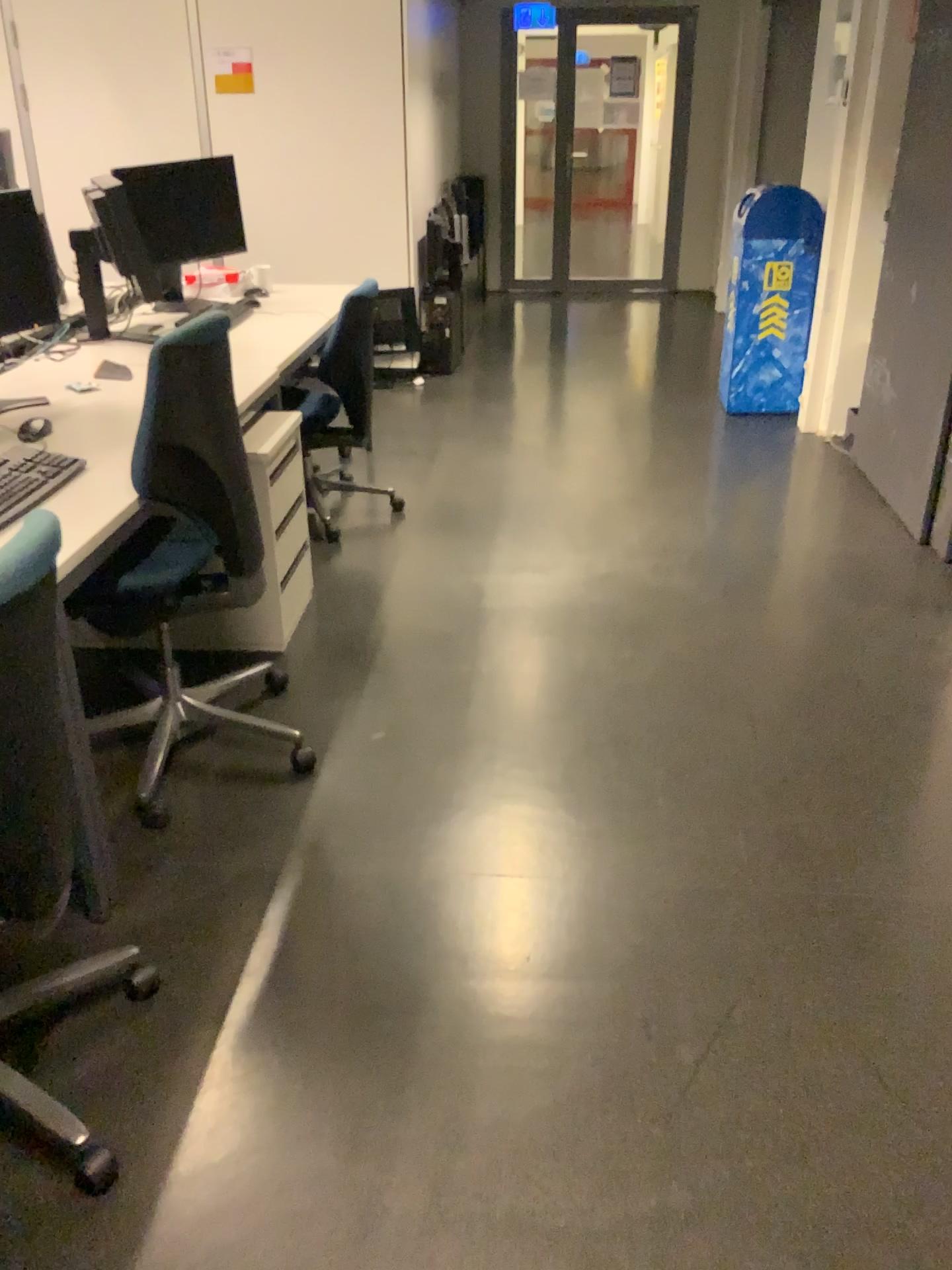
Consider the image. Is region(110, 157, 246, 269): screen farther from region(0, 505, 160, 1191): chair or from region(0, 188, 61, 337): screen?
region(0, 505, 160, 1191): chair

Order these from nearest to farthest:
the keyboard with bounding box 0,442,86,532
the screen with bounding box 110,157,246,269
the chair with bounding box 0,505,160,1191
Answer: the chair with bounding box 0,505,160,1191 < the keyboard with bounding box 0,442,86,532 < the screen with bounding box 110,157,246,269

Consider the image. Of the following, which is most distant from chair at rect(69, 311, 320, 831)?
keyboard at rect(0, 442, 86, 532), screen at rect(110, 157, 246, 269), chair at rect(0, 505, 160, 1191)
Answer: screen at rect(110, 157, 246, 269)

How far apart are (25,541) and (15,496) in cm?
79

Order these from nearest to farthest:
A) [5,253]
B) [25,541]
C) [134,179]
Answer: [25,541] → [5,253] → [134,179]

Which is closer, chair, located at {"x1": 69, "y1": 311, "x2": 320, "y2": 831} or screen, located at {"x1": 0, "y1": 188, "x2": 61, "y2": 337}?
chair, located at {"x1": 69, "y1": 311, "x2": 320, "y2": 831}

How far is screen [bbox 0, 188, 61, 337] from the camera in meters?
2.7

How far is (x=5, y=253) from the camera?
2.7 meters

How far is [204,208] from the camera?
4.15m

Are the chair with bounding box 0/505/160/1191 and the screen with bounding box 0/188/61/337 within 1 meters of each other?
no
